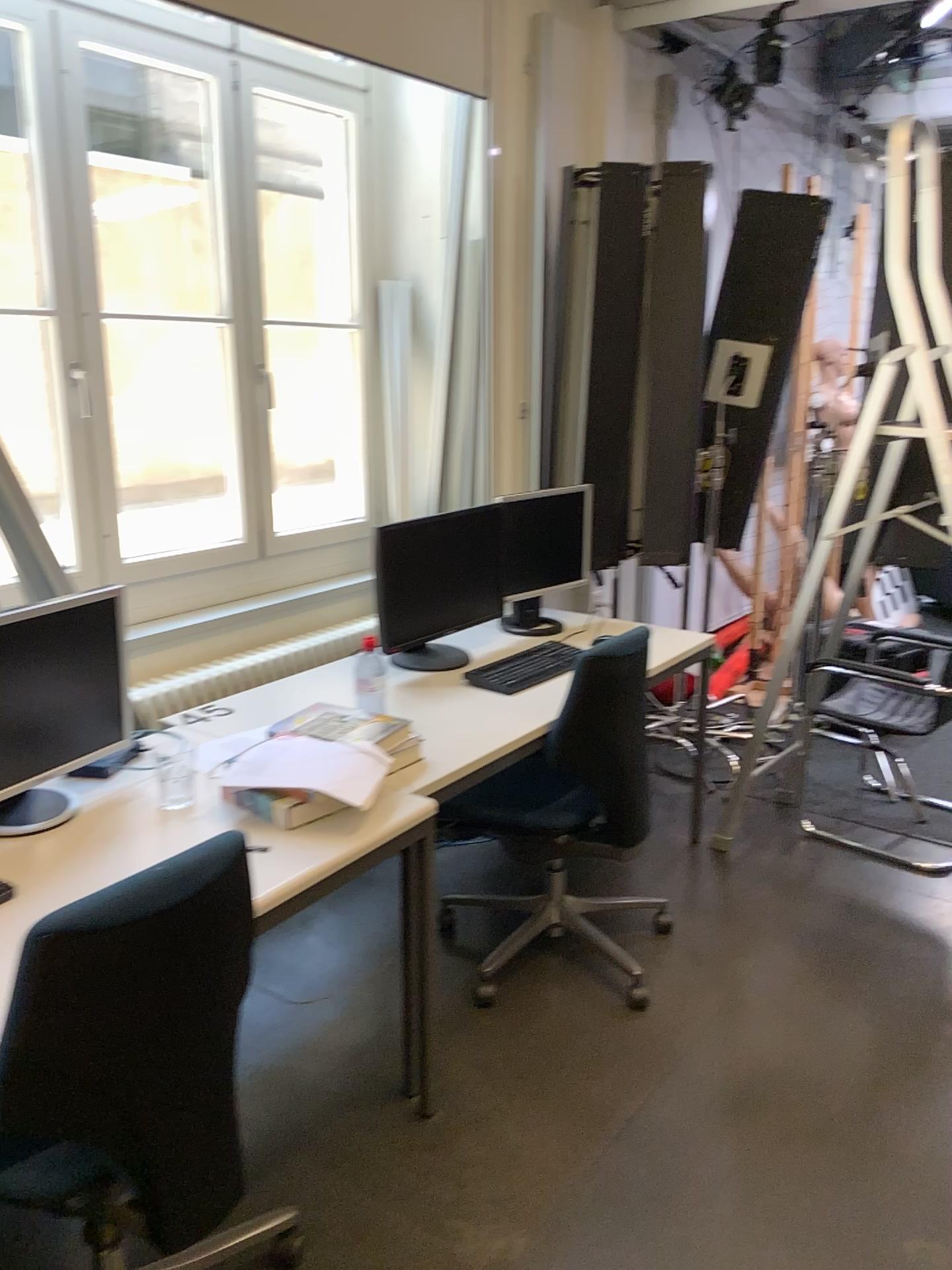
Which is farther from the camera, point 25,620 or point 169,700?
point 169,700

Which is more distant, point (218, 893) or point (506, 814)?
point (506, 814)

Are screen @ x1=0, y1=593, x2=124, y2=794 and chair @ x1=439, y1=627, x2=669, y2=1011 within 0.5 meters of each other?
no

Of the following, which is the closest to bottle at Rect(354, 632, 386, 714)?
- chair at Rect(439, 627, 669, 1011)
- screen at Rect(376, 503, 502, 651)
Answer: screen at Rect(376, 503, 502, 651)

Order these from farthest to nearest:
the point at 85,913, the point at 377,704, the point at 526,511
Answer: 1. the point at 526,511
2. the point at 377,704
3. the point at 85,913

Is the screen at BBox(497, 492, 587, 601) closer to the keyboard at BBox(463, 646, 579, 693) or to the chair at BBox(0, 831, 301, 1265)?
the keyboard at BBox(463, 646, 579, 693)

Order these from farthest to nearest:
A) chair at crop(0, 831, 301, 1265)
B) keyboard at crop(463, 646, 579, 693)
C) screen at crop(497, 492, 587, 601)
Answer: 1. screen at crop(497, 492, 587, 601)
2. keyboard at crop(463, 646, 579, 693)
3. chair at crop(0, 831, 301, 1265)

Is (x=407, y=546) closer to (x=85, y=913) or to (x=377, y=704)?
(x=377, y=704)

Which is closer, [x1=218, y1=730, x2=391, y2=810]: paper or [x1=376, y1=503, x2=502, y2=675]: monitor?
[x1=218, y1=730, x2=391, y2=810]: paper

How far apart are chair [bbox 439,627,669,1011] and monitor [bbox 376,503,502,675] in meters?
0.4
